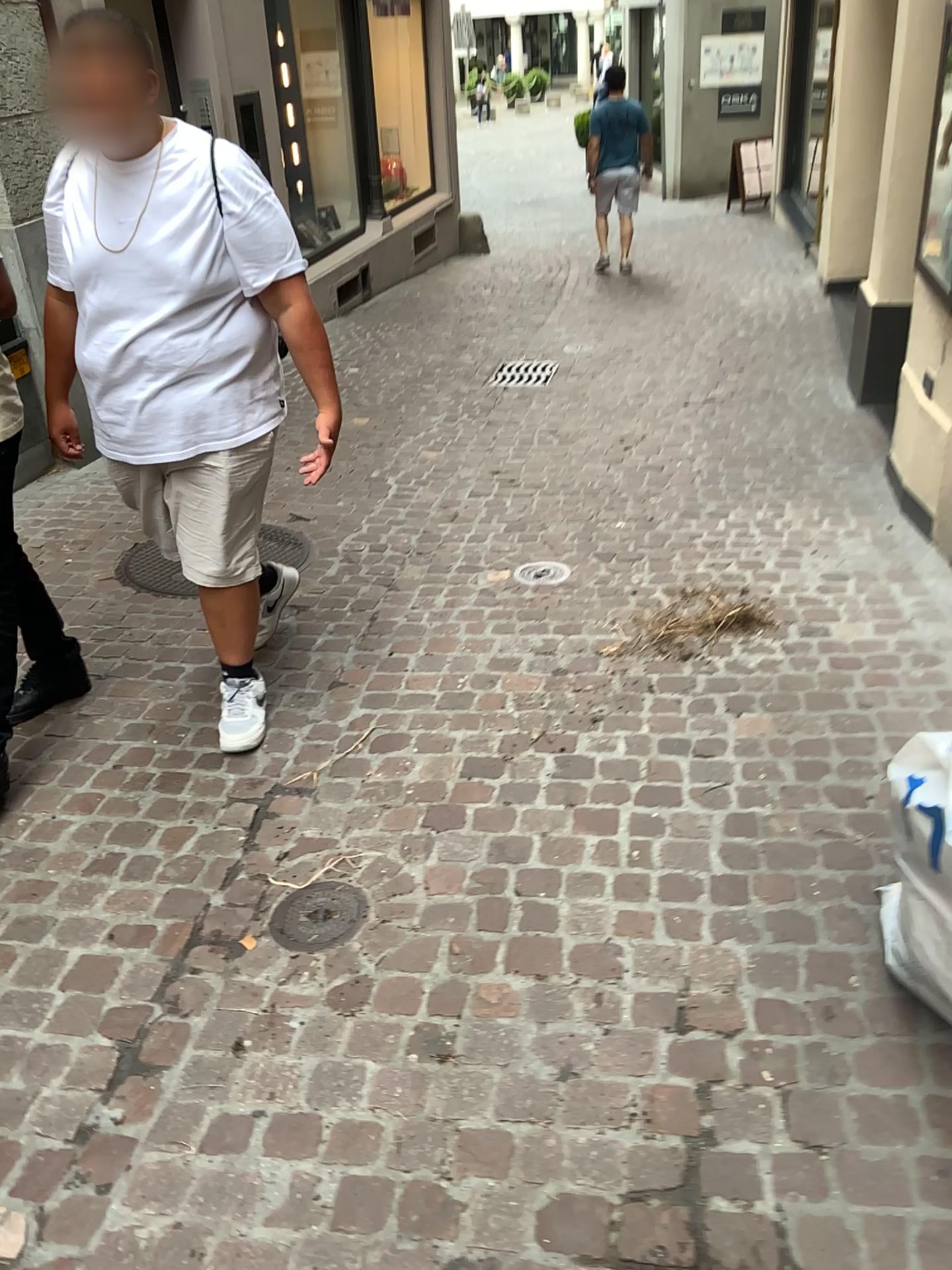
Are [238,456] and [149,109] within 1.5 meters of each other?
yes

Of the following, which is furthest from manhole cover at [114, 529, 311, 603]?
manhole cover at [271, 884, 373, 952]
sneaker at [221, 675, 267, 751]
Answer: manhole cover at [271, 884, 373, 952]

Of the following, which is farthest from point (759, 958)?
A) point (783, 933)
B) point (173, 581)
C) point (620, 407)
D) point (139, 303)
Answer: point (620, 407)

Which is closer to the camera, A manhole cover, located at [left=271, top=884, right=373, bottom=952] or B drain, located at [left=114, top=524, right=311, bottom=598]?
A manhole cover, located at [left=271, top=884, right=373, bottom=952]

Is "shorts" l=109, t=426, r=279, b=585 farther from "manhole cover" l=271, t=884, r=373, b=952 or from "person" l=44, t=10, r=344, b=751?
"manhole cover" l=271, t=884, r=373, b=952

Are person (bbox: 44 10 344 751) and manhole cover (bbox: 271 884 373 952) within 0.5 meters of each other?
no

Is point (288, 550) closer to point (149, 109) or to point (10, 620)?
point (10, 620)

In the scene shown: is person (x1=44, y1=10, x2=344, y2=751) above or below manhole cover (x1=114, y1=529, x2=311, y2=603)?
above

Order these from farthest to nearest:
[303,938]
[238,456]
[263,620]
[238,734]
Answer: [263,620] < [238,734] < [238,456] < [303,938]

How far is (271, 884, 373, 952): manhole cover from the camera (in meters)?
2.14
